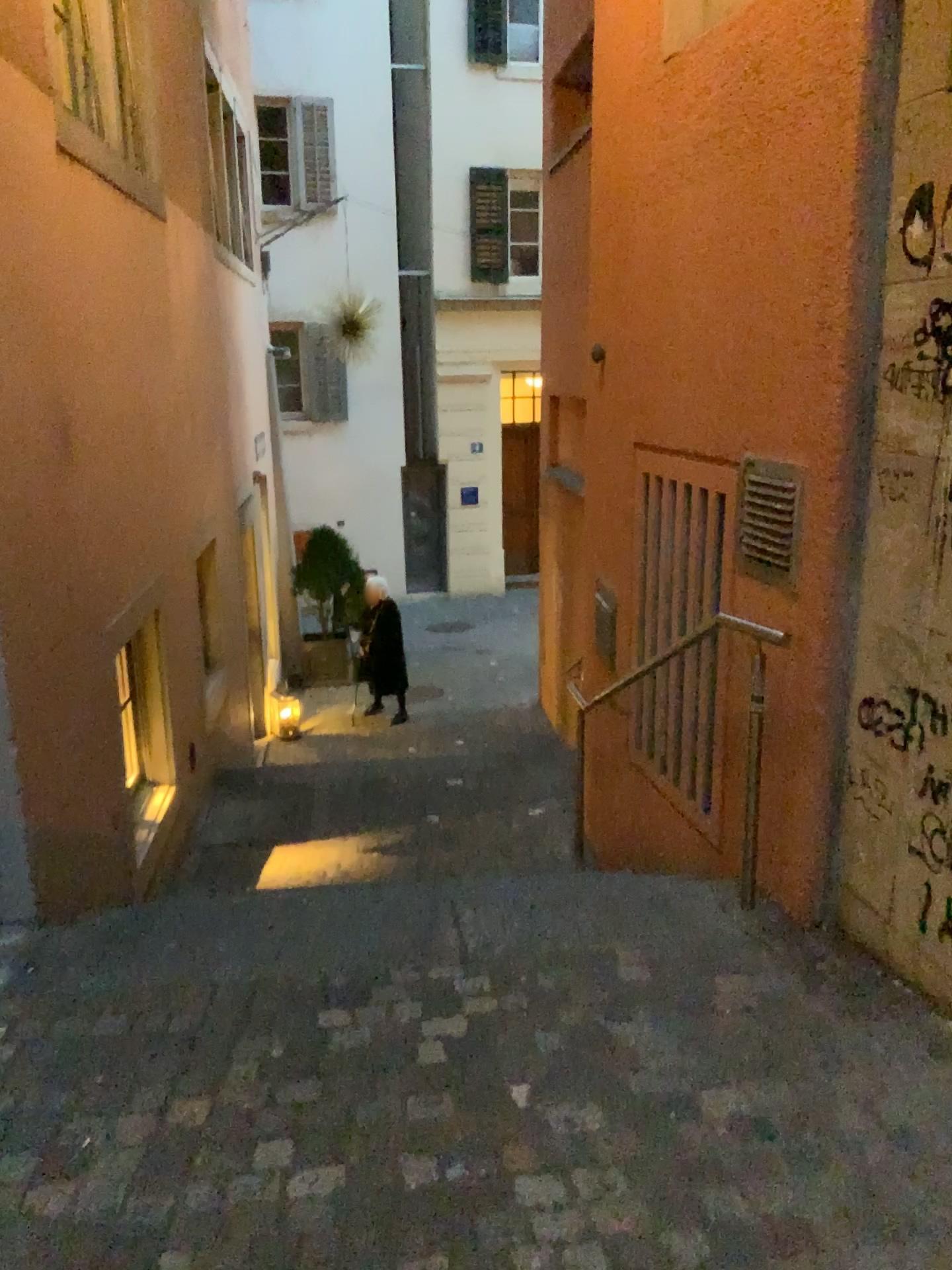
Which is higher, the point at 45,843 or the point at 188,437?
the point at 188,437

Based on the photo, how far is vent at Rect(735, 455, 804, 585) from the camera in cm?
301

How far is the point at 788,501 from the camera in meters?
3.0 m
